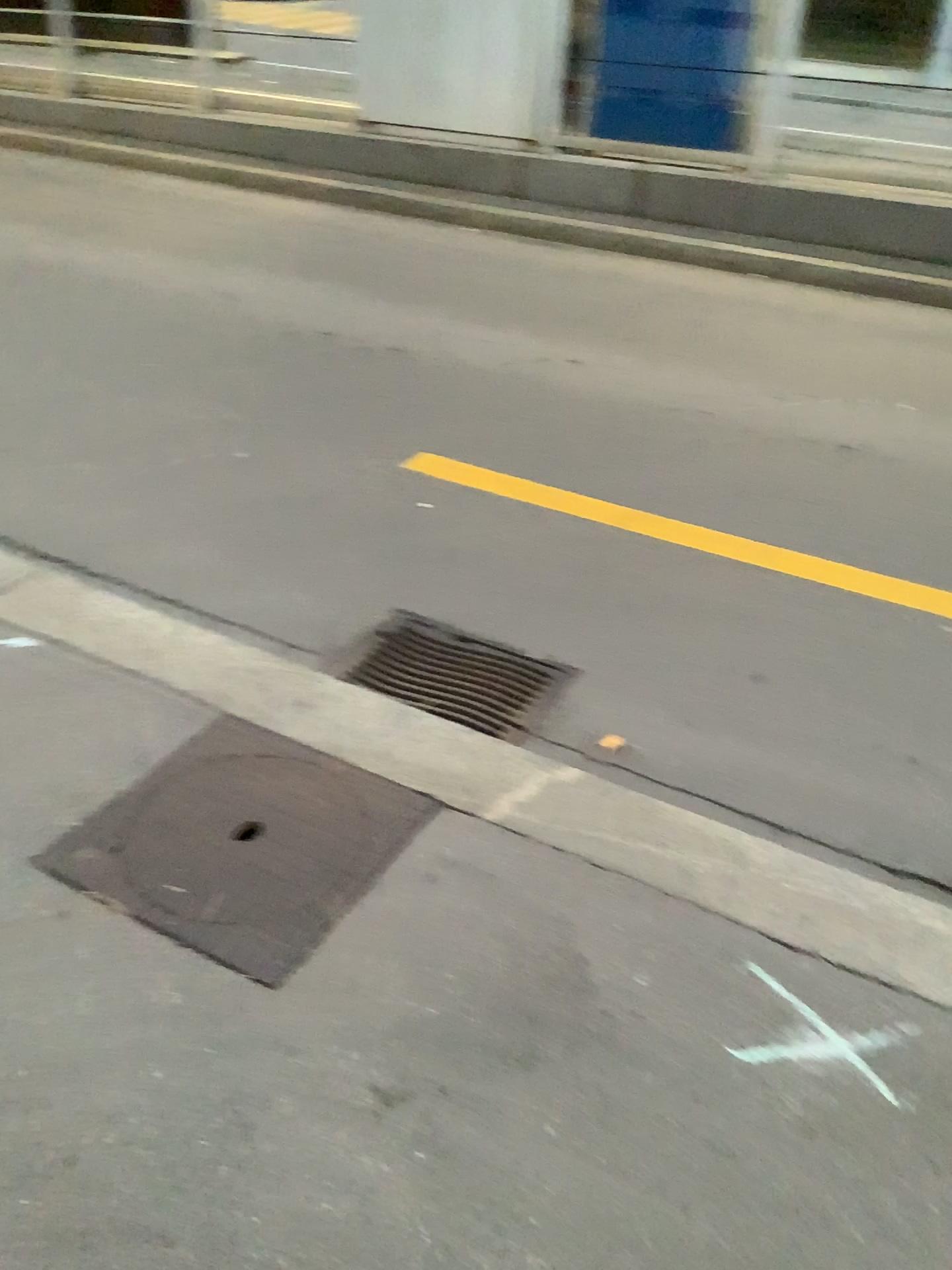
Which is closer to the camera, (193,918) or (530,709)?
(193,918)

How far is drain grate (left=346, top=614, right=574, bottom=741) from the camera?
2.5m

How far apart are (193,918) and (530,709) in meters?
1.0

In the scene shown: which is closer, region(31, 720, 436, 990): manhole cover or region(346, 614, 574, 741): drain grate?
region(31, 720, 436, 990): manhole cover

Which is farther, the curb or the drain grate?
the drain grate

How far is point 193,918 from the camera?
1.7 meters

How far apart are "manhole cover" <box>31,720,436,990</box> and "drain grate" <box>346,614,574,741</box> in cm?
39

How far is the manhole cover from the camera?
1.7m

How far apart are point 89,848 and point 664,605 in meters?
1.6 m
